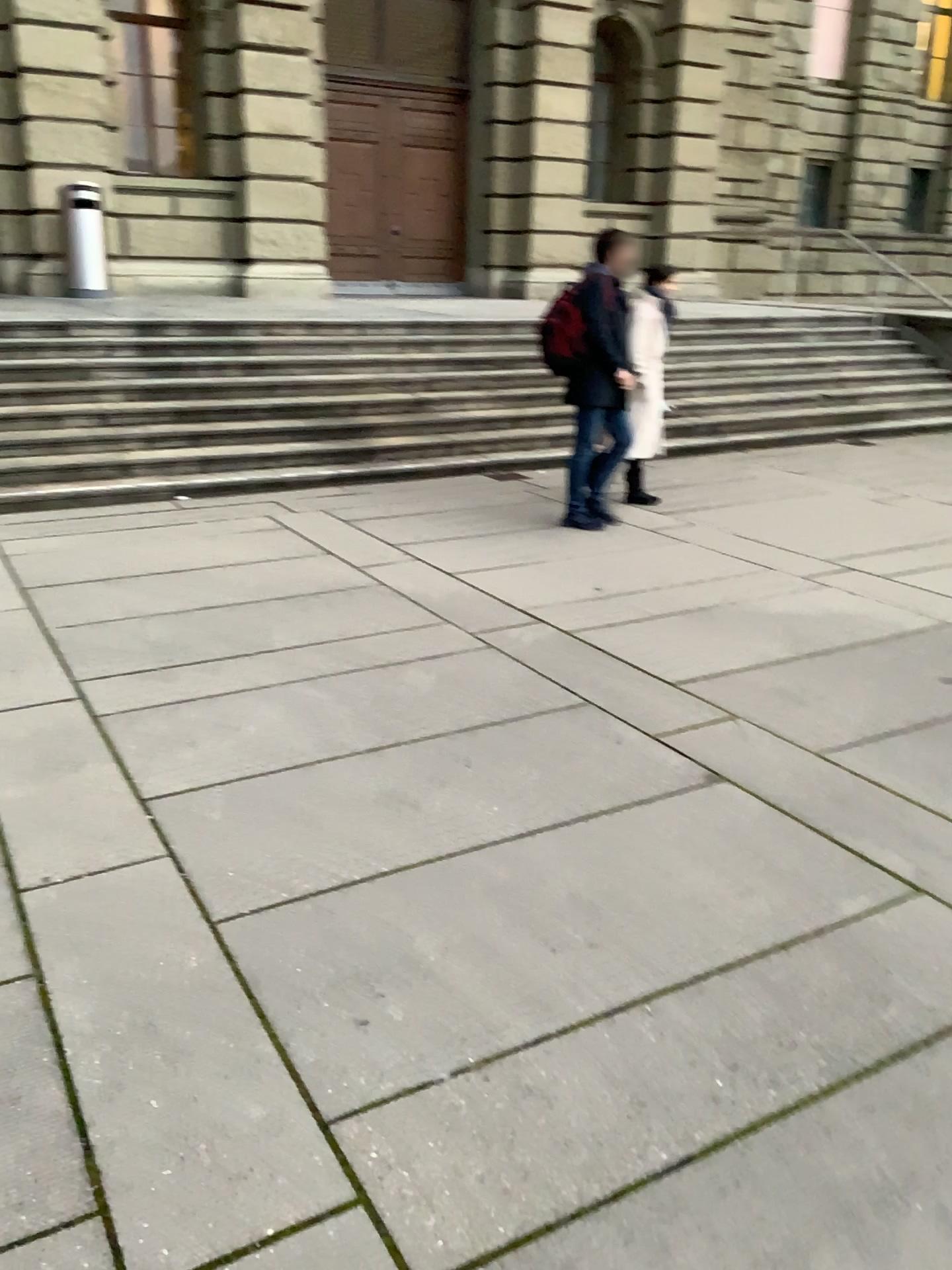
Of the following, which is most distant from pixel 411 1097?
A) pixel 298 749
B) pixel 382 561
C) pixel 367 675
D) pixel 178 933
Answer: pixel 382 561
